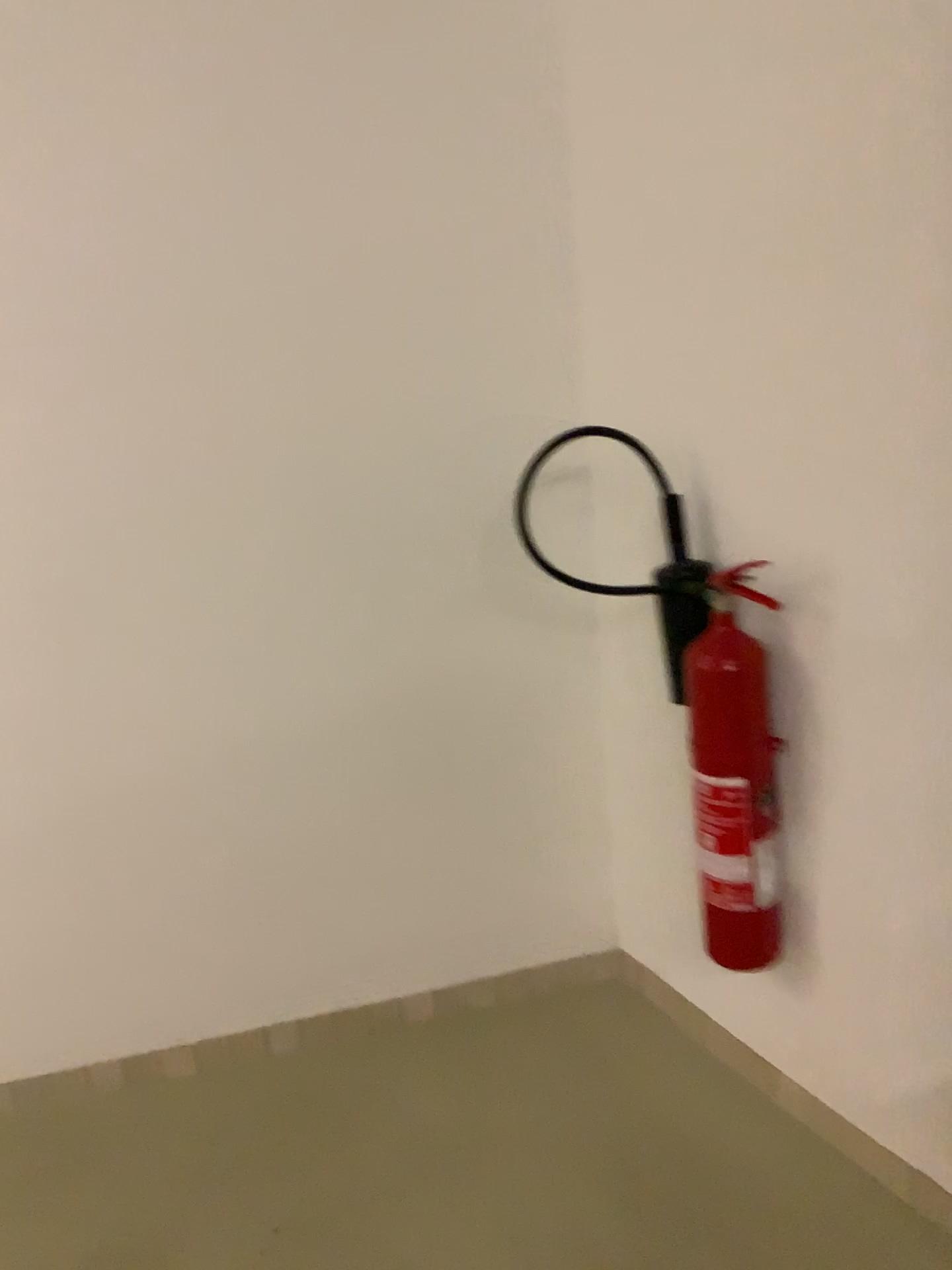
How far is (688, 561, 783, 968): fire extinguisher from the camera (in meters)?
1.74

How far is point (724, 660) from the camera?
1.74m

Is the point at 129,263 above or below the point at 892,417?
above

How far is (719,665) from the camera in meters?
1.7 m

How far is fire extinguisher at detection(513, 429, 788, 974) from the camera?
1.7 meters
